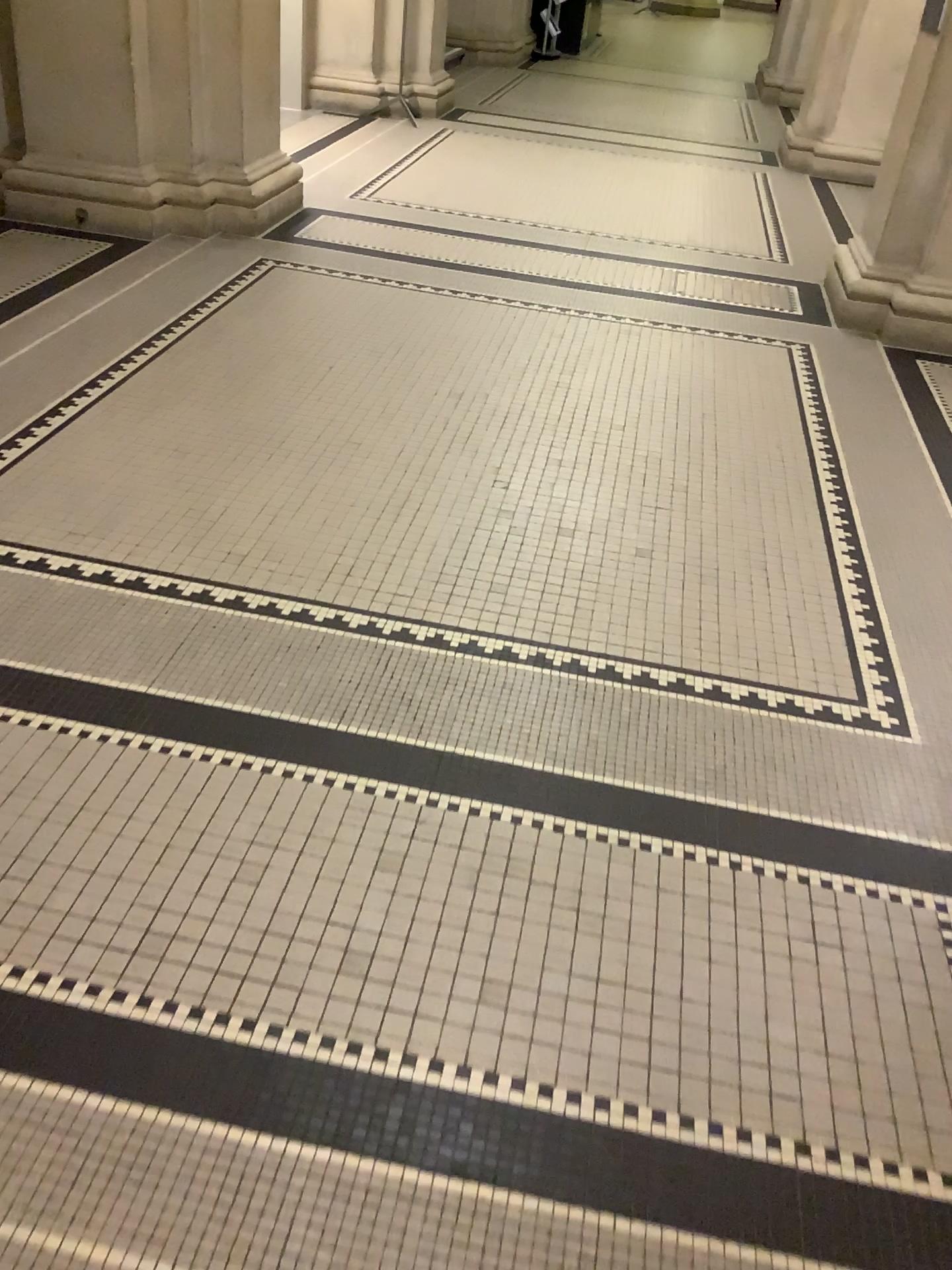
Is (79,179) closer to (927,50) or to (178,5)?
(178,5)

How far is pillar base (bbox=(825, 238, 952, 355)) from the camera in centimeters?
454cm

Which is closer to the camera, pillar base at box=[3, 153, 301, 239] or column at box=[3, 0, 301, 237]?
column at box=[3, 0, 301, 237]

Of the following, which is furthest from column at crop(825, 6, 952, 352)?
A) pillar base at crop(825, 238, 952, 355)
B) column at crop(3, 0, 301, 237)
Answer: column at crop(3, 0, 301, 237)

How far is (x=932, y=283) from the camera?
4.5 meters

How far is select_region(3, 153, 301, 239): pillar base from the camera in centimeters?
476cm

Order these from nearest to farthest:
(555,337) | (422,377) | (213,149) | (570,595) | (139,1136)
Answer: (139,1136)
(570,595)
(422,377)
(555,337)
(213,149)

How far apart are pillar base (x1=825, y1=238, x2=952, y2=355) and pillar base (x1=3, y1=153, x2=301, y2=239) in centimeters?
273cm

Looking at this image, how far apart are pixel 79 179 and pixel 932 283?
3.8m

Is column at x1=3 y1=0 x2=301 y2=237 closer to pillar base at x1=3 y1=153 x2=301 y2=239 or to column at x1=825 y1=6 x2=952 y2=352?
pillar base at x1=3 y1=153 x2=301 y2=239
